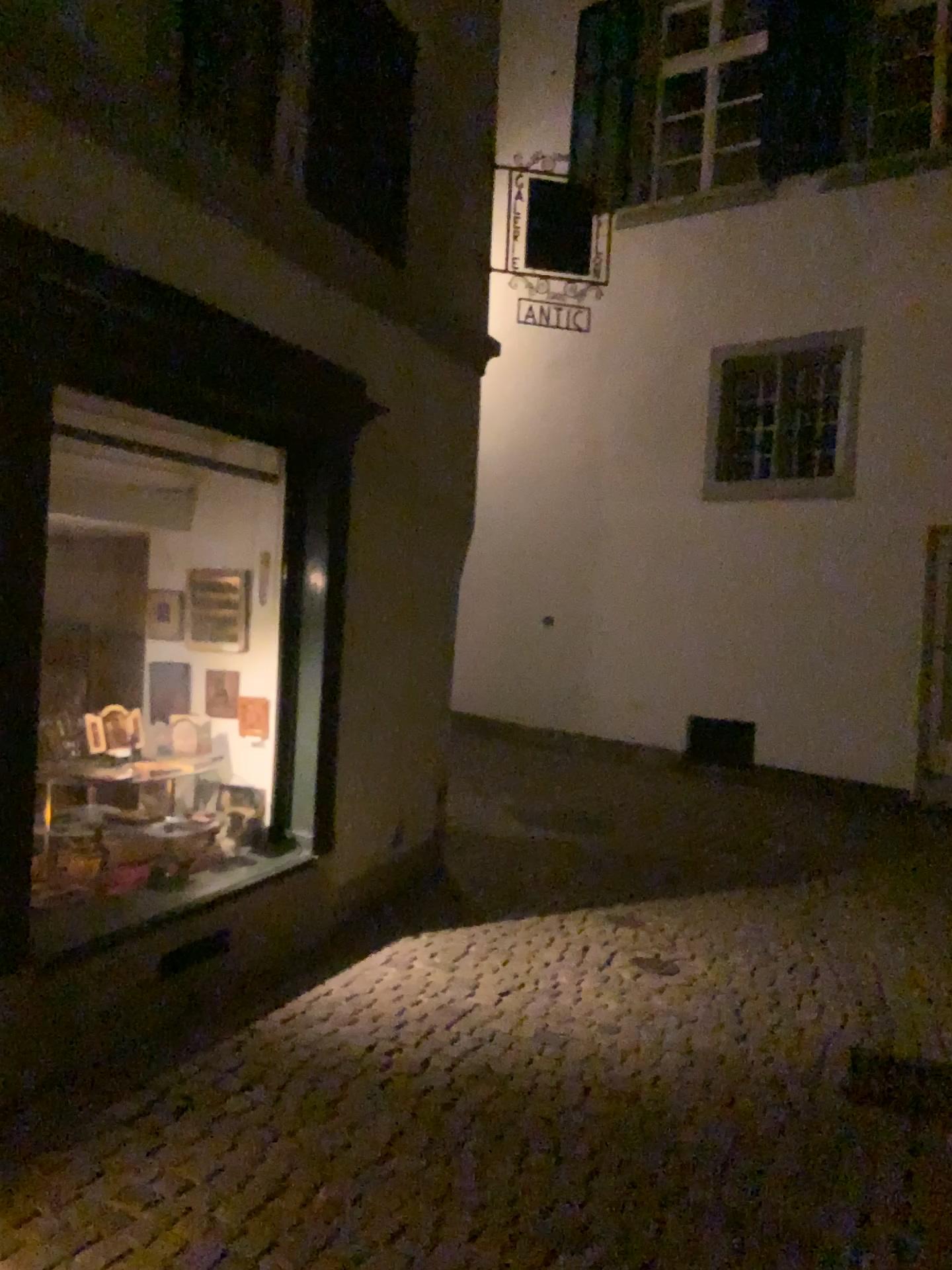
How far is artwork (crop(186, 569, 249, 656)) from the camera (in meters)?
4.67

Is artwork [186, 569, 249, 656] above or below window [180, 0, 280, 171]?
below

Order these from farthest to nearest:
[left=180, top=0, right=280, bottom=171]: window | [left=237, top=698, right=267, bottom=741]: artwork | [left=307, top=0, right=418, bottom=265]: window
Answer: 1. [left=237, top=698, right=267, bottom=741]: artwork
2. [left=307, top=0, right=418, bottom=265]: window
3. [left=180, top=0, right=280, bottom=171]: window

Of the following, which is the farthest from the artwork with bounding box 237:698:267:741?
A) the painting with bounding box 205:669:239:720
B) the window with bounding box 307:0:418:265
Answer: the window with bounding box 307:0:418:265

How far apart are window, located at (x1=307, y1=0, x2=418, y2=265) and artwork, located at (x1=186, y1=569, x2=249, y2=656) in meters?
1.6 m

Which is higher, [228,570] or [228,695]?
[228,570]

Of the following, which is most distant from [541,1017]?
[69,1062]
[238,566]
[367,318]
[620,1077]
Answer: [367,318]

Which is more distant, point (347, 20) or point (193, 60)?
point (347, 20)

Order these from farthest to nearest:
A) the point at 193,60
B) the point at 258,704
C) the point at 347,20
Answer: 1. the point at 258,704
2. the point at 347,20
3. the point at 193,60

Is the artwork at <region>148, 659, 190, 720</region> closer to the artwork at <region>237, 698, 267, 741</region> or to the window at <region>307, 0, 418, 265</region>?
the artwork at <region>237, 698, 267, 741</region>
